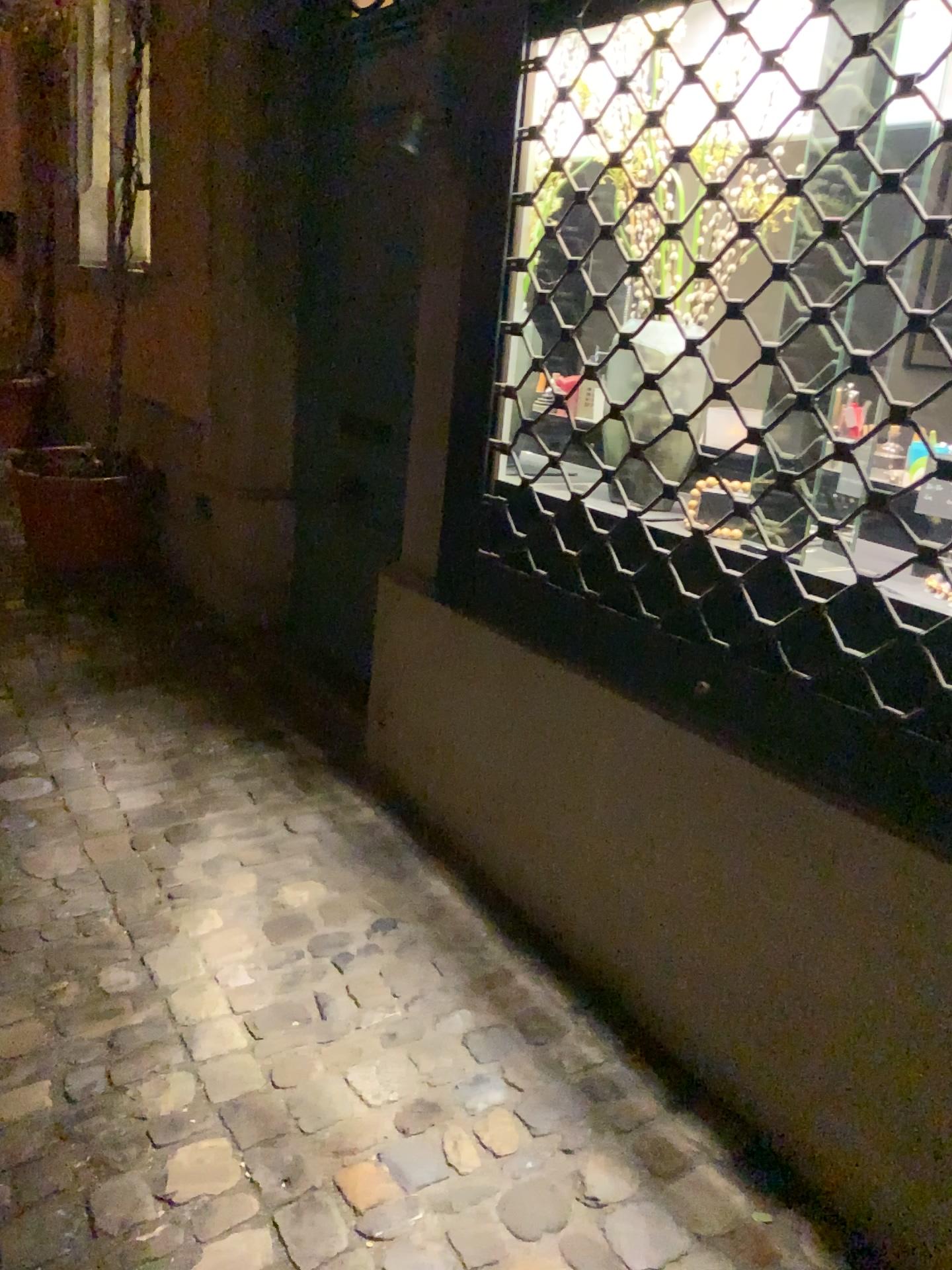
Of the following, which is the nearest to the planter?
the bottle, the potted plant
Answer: the potted plant

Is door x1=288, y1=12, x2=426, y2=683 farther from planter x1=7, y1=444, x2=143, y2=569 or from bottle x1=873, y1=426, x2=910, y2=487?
bottle x1=873, y1=426, x2=910, y2=487

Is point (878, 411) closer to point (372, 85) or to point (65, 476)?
point (372, 85)

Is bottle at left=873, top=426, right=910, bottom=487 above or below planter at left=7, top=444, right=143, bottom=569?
above

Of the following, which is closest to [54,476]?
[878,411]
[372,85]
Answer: [372,85]

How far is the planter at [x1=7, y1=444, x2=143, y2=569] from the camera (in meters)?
3.88

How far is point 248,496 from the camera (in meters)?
3.58

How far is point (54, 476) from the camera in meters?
3.9

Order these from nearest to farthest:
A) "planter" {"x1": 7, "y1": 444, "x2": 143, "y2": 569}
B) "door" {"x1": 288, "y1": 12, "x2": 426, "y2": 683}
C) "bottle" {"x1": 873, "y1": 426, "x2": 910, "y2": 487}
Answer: "bottle" {"x1": 873, "y1": 426, "x2": 910, "y2": 487}, "door" {"x1": 288, "y1": 12, "x2": 426, "y2": 683}, "planter" {"x1": 7, "y1": 444, "x2": 143, "y2": 569}

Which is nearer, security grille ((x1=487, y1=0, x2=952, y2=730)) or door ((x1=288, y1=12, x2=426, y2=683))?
security grille ((x1=487, y1=0, x2=952, y2=730))
